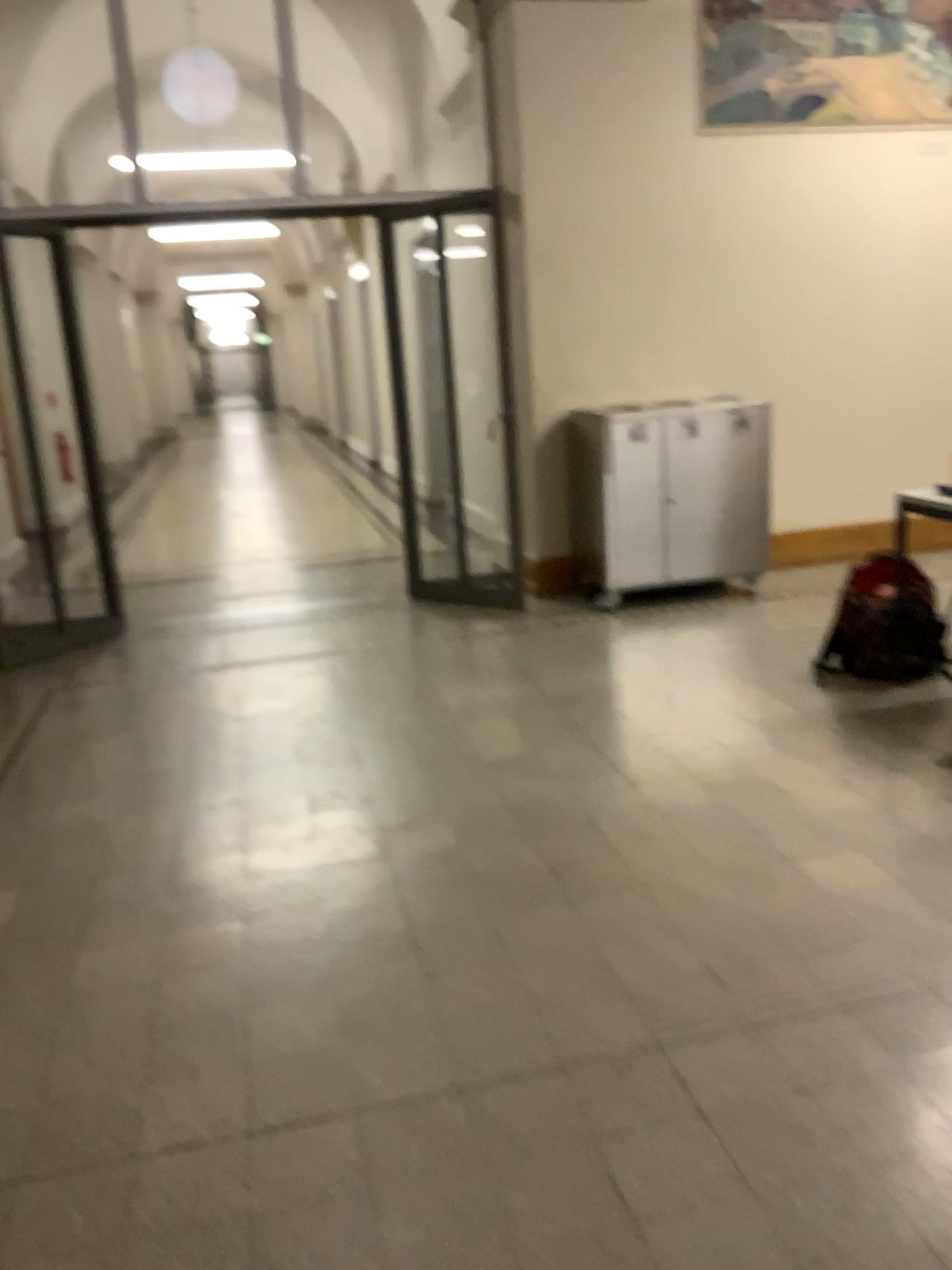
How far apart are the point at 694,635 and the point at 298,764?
2.0m

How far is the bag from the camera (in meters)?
4.07

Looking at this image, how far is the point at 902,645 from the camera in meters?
4.1
